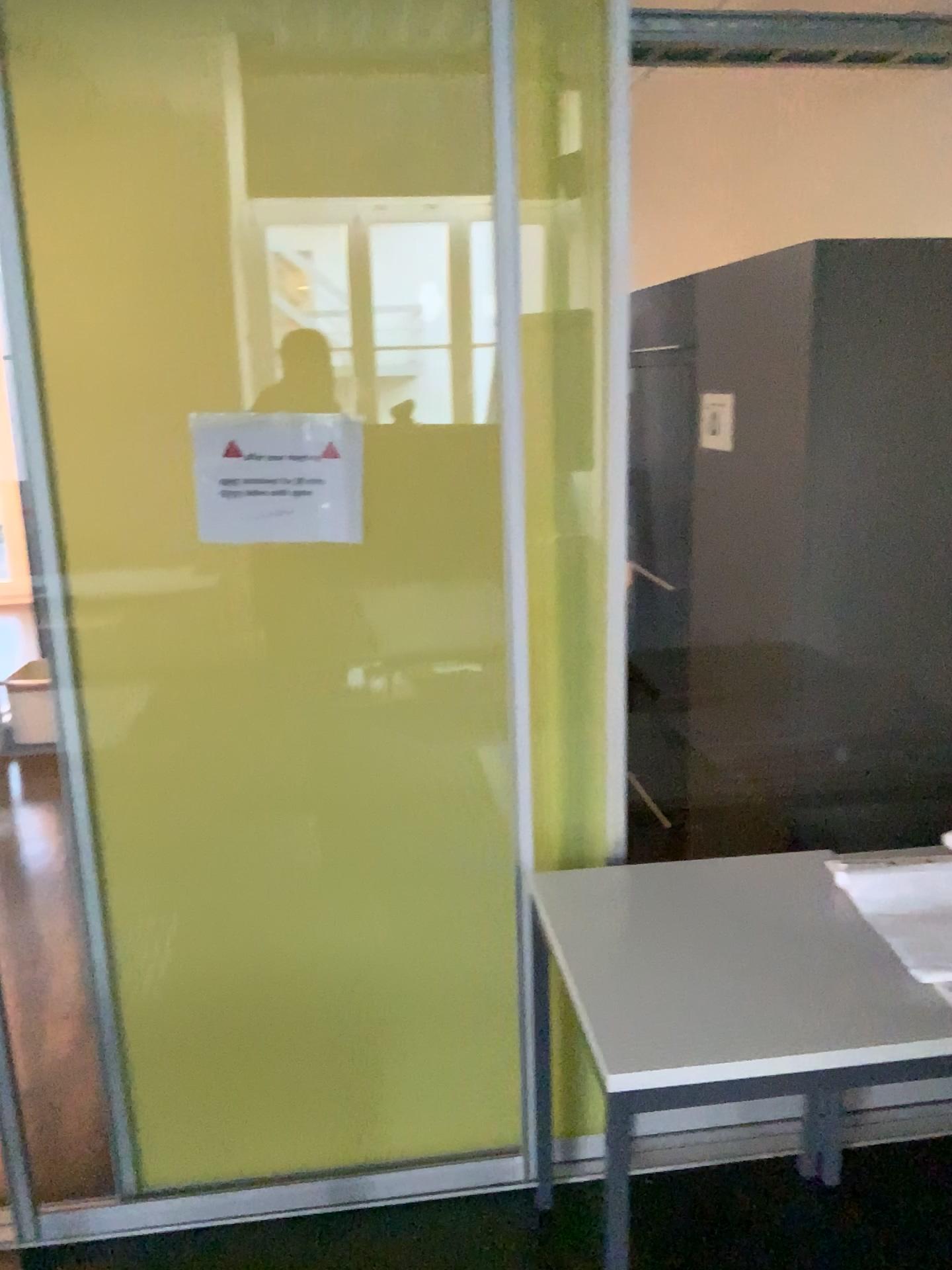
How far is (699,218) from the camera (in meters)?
4.28

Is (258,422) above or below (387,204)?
below

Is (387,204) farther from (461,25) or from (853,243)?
(853,243)

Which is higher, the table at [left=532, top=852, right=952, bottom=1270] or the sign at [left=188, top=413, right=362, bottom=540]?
the sign at [left=188, top=413, right=362, bottom=540]

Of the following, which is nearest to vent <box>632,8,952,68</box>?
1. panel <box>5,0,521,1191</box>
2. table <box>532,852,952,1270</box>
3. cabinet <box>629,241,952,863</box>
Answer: cabinet <box>629,241,952,863</box>

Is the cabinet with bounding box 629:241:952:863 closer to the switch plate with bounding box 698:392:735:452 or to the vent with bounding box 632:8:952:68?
the switch plate with bounding box 698:392:735:452

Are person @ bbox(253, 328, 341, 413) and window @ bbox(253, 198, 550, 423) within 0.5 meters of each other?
yes

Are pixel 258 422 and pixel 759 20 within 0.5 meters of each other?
no

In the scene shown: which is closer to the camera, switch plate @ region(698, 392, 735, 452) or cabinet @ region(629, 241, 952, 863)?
cabinet @ region(629, 241, 952, 863)

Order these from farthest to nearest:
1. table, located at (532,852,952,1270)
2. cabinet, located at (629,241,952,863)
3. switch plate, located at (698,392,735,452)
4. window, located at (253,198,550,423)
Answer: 1. switch plate, located at (698,392,735,452)
2. cabinet, located at (629,241,952,863)
3. window, located at (253,198,550,423)
4. table, located at (532,852,952,1270)
